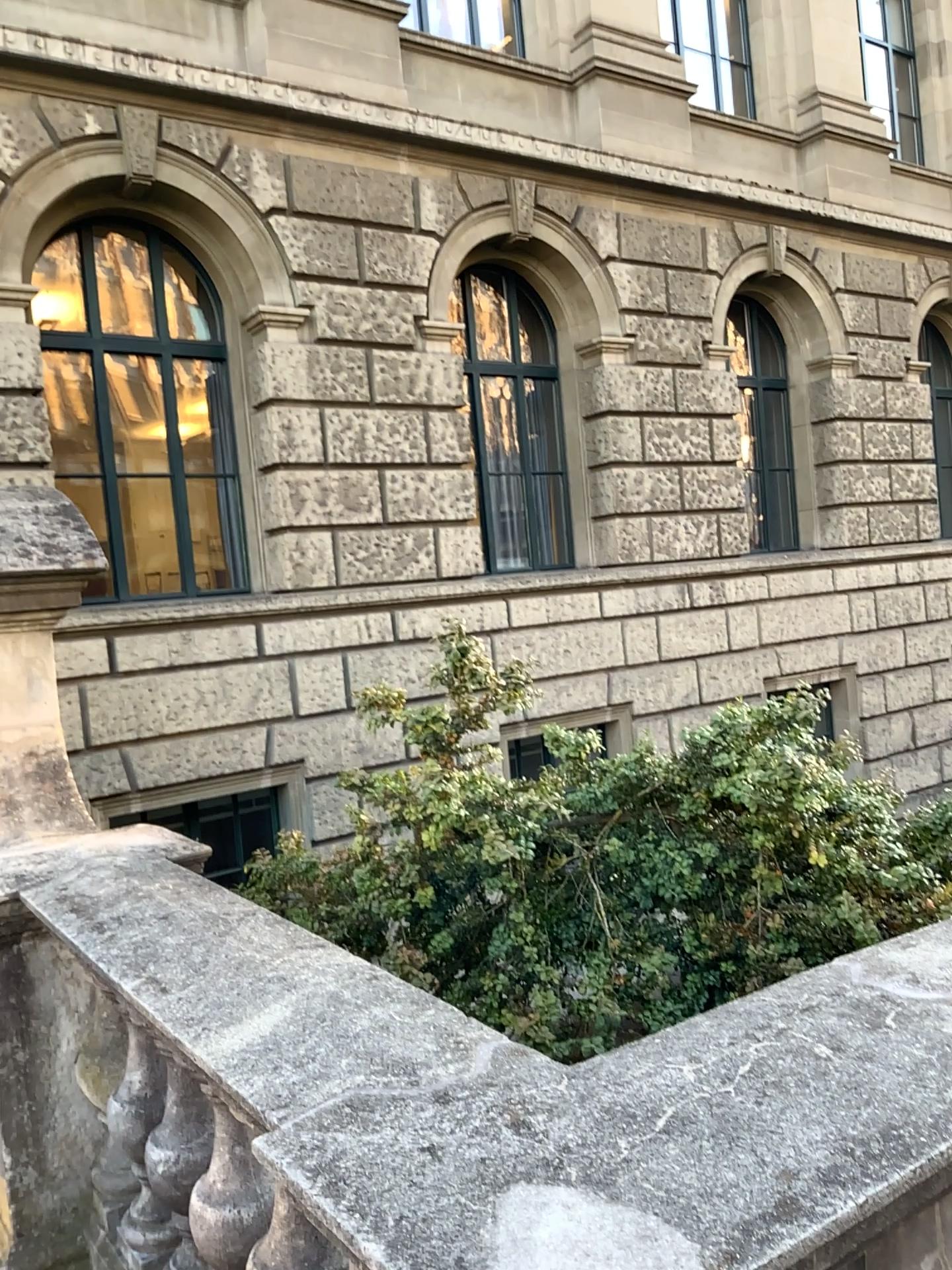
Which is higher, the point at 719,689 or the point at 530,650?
the point at 530,650

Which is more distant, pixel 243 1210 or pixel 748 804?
pixel 748 804

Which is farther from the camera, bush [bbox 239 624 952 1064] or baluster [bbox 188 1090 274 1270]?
bush [bbox 239 624 952 1064]

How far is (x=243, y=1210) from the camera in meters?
1.9

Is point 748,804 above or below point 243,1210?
above

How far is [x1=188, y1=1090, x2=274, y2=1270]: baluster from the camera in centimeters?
192cm
